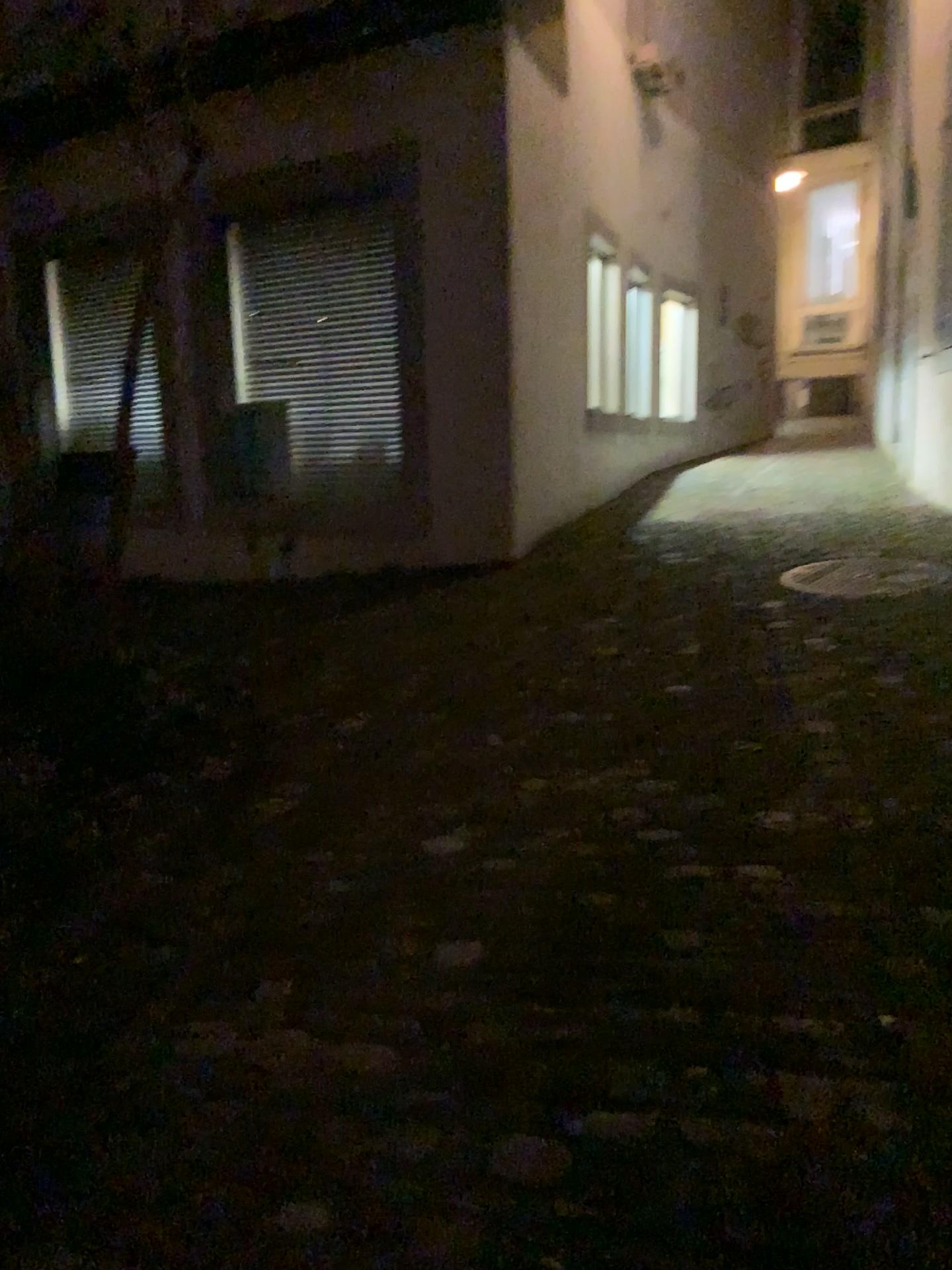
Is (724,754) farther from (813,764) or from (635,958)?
(635,958)
